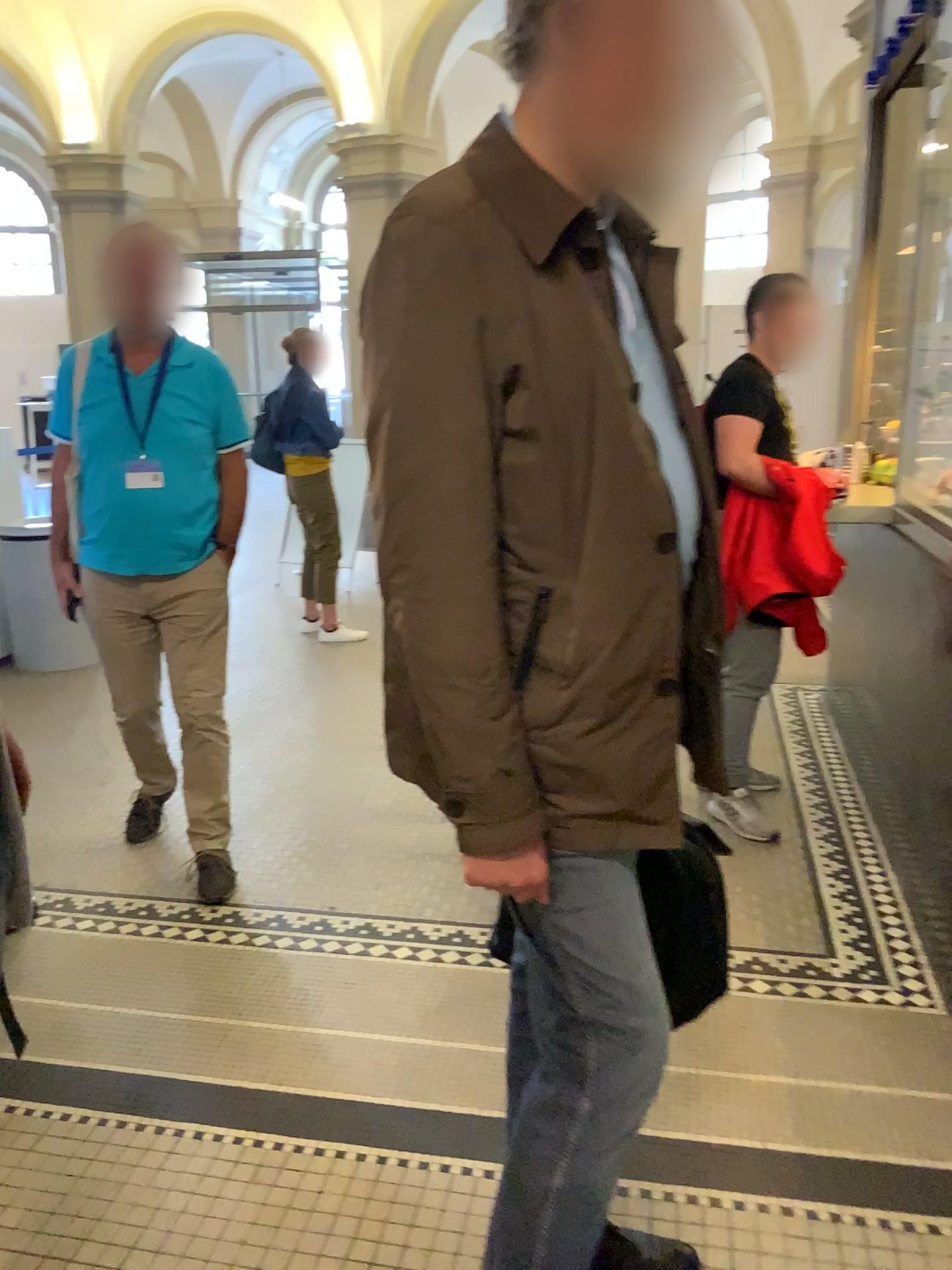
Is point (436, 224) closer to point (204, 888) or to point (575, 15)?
point (575, 15)

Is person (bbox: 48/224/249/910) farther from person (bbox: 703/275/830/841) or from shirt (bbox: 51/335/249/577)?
person (bbox: 703/275/830/841)

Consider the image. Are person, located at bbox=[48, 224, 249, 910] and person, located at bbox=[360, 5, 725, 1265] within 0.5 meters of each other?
no

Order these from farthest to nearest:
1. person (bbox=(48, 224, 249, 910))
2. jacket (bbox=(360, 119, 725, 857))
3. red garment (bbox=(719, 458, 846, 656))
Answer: red garment (bbox=(719, 458, 846, 656))
person (bbox=(48, 224, 249, 910))
jacket (bbox=(360, 119, 725, 857))

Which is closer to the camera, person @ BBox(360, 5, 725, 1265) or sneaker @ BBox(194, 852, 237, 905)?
person @ BBox(360, 5, 725, 1265)

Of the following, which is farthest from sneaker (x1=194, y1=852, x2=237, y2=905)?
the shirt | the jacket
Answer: the jacket

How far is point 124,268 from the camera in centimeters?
275cm

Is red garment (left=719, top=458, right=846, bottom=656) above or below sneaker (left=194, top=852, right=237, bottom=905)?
above

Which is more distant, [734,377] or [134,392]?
[734,377]

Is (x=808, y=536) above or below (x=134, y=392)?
below
